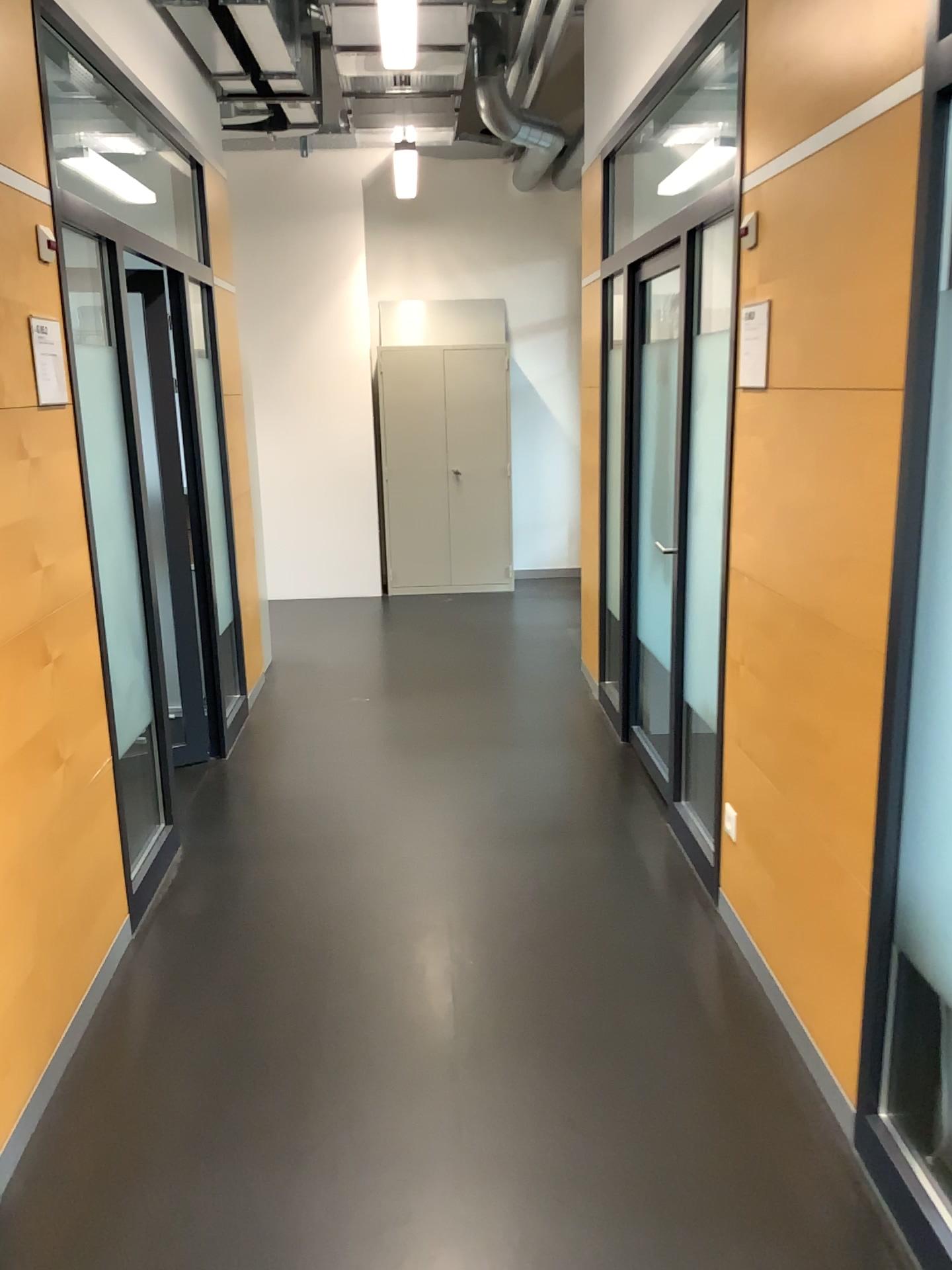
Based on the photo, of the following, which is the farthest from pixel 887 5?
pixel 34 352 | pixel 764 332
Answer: pixel 34 352

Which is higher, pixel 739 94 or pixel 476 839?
pixel 739 94

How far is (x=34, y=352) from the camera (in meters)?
2.48

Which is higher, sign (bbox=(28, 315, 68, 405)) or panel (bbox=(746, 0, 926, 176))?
panel (bbox=(746, 0, 926, 176))

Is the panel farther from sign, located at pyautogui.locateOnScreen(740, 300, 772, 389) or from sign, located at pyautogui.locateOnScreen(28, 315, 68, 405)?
sign, located at pyautogui.locateOnScreen(28, 315, 68, 405)

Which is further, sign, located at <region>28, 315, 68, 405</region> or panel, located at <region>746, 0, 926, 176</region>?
sign, located at <region>28, 315, 68, 405</region>

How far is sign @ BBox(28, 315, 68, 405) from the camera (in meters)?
2.48

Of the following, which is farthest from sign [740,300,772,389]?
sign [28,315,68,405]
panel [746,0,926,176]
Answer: sign [28,315,68,405]

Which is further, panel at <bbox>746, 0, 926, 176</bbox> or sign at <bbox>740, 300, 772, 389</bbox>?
sign at <bbox>740, 300, 772, 389</bbox>

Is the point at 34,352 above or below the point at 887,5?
below
